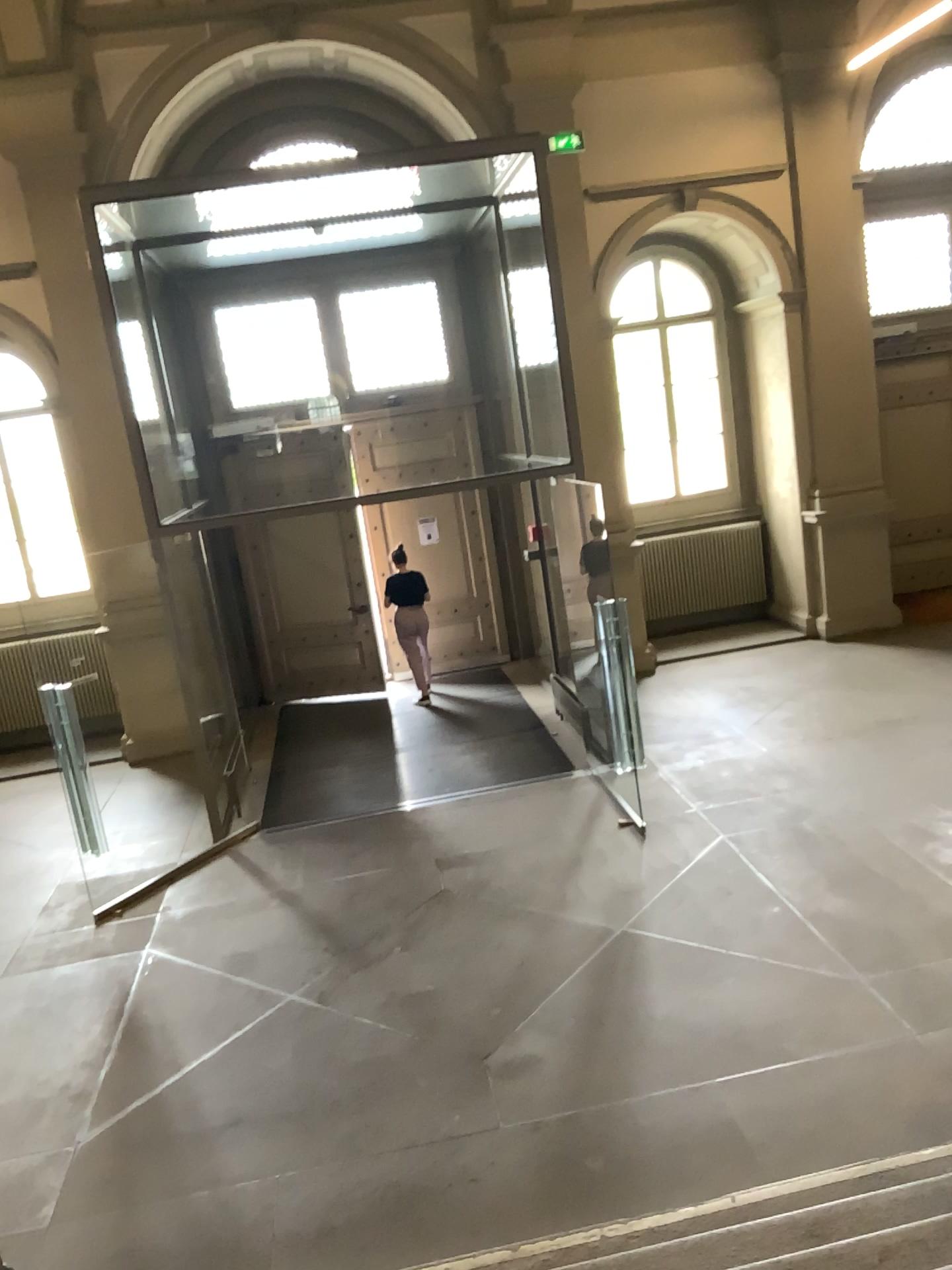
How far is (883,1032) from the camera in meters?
4.6 m
